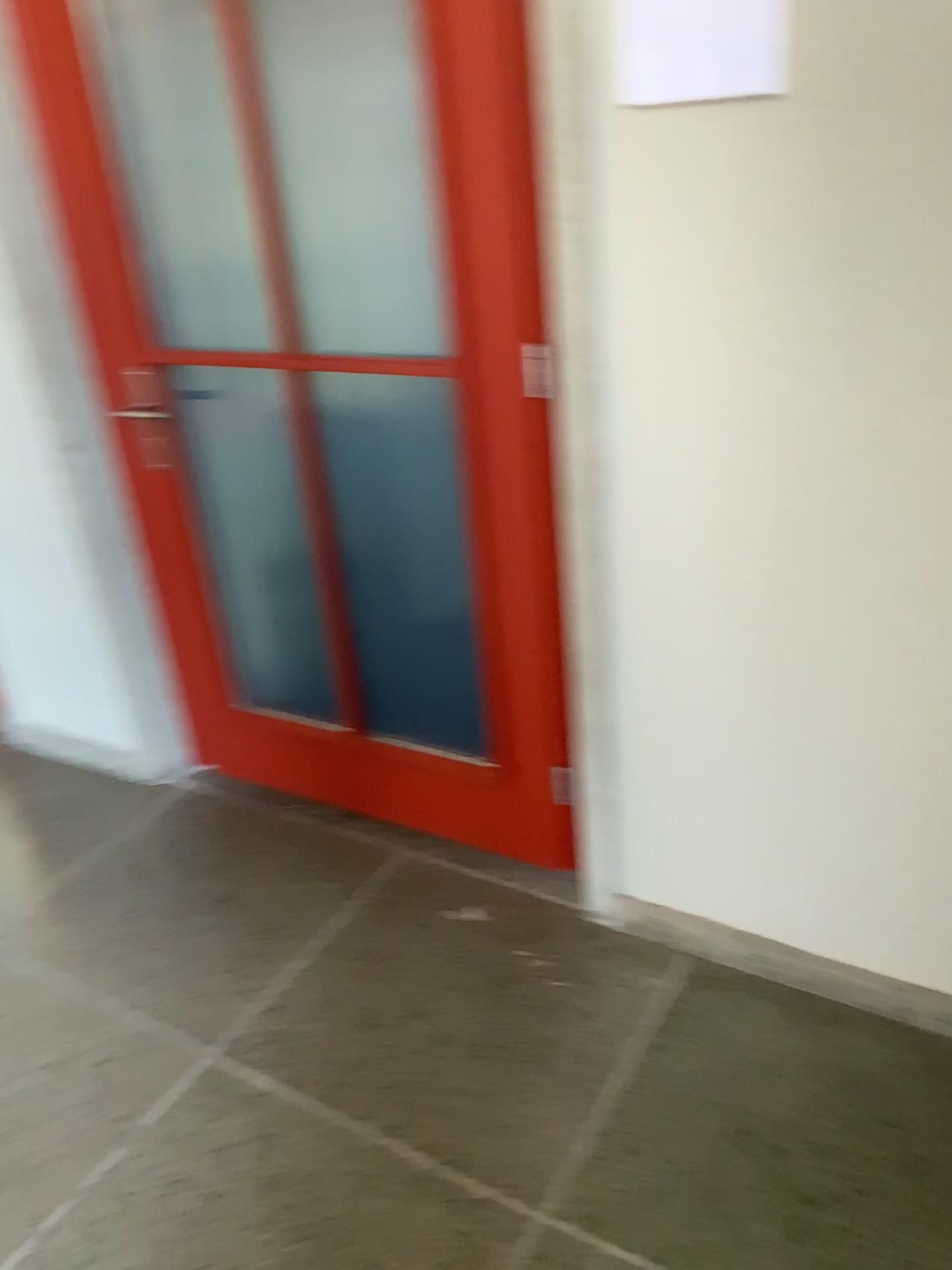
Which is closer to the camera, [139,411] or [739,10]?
[739,10]

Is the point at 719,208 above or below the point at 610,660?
above

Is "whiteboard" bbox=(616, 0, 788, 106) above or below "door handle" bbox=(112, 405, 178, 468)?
above

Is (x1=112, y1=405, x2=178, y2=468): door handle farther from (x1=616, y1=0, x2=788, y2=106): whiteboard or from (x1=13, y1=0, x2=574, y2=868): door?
(x1=616, y1=0, x2=788, y2=106): whiteboard

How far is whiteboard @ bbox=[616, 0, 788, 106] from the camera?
1.34m

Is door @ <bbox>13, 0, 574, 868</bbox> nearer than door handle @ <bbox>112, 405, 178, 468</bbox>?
Yes

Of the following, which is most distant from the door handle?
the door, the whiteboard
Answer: the whiteboard

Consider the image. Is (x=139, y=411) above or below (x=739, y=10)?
below

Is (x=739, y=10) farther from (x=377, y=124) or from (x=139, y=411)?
(x=139, y=411)
